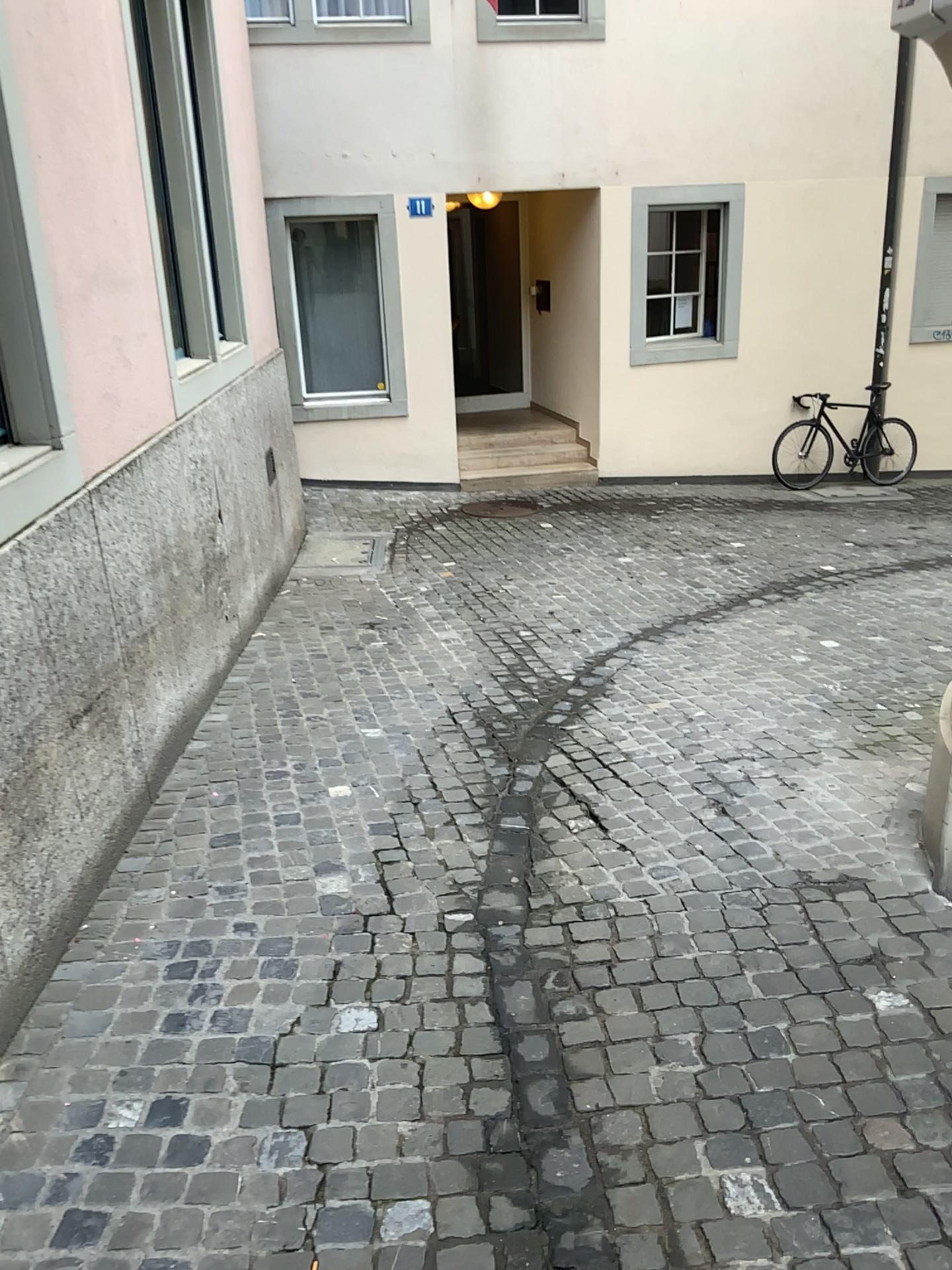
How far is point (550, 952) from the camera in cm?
283
